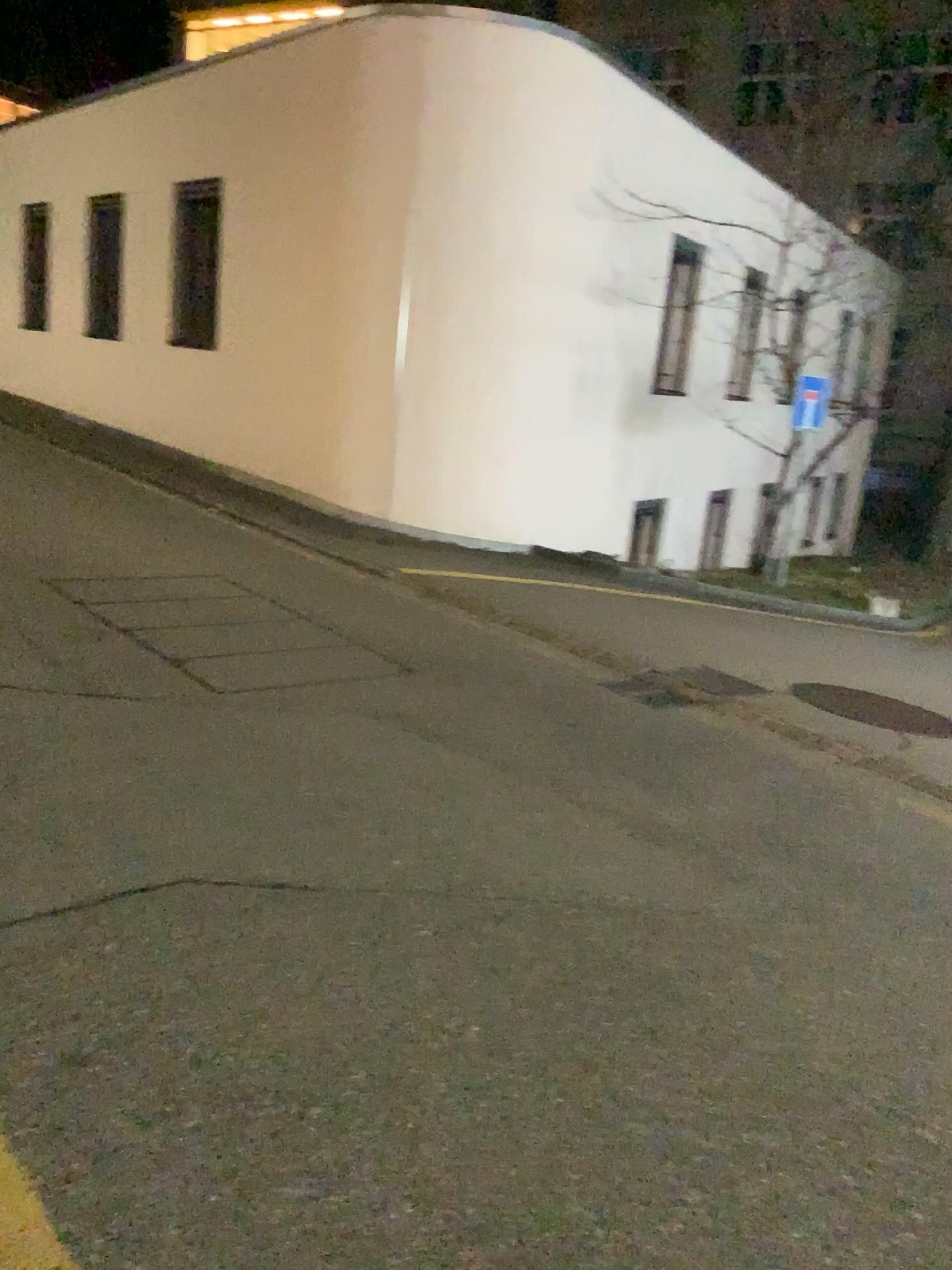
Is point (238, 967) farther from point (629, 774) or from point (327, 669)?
point (327, 669)
